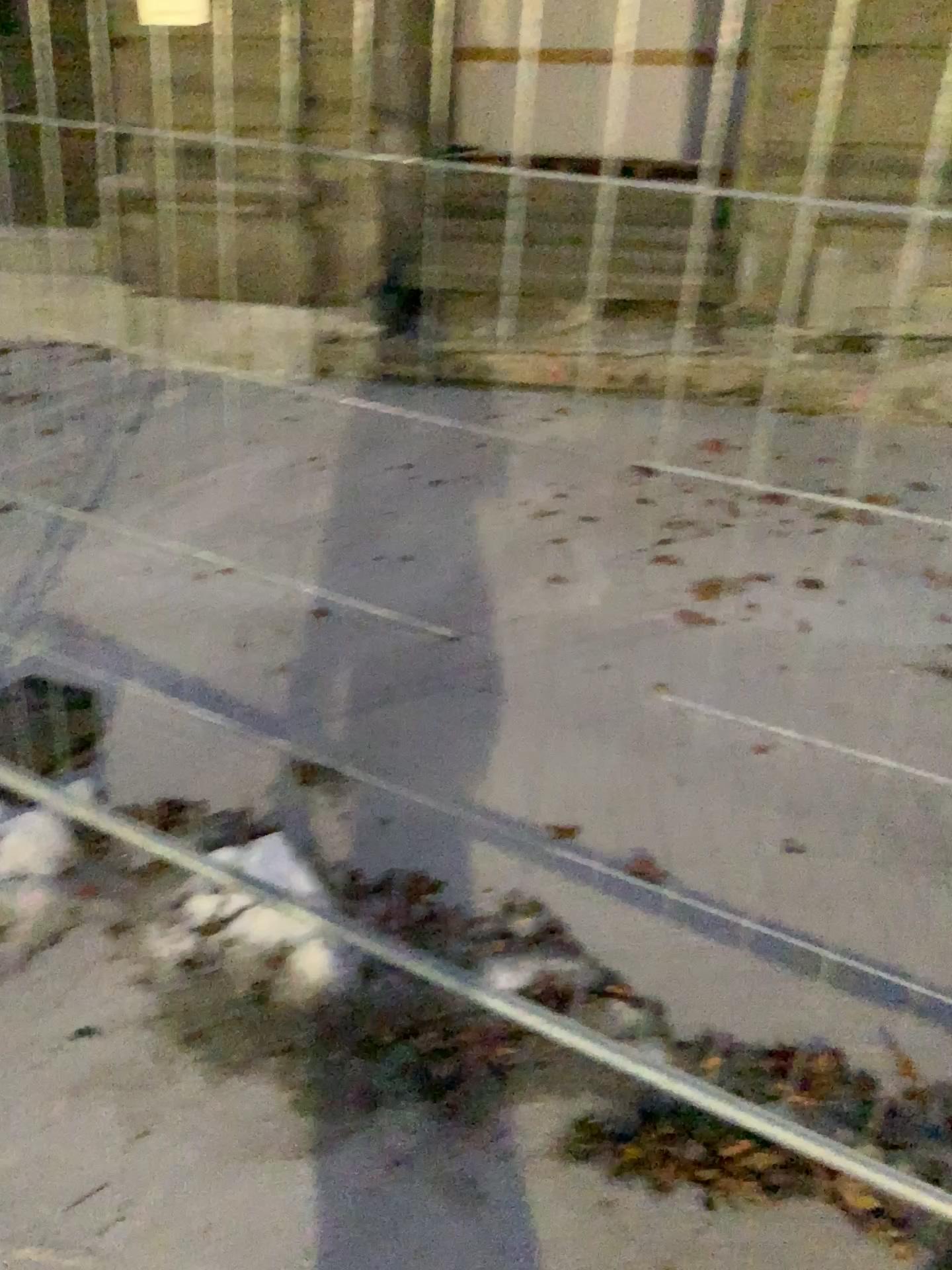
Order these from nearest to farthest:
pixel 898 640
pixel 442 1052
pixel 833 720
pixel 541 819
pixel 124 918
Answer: pixel 442 1052
pixel 124 918
pixel 541 819
pixel 833 720
pixel 898 640
